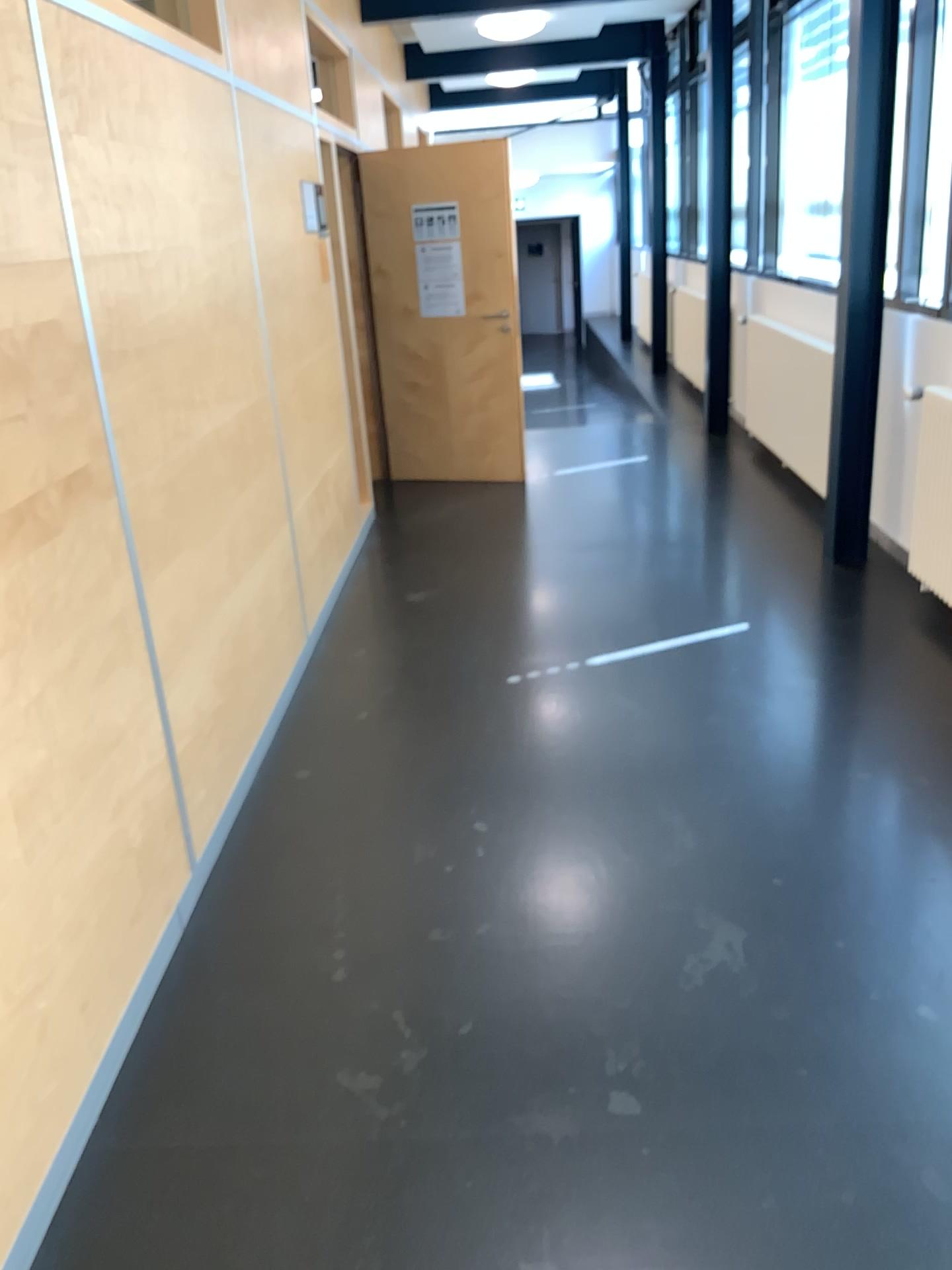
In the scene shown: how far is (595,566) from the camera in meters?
5.1 m
